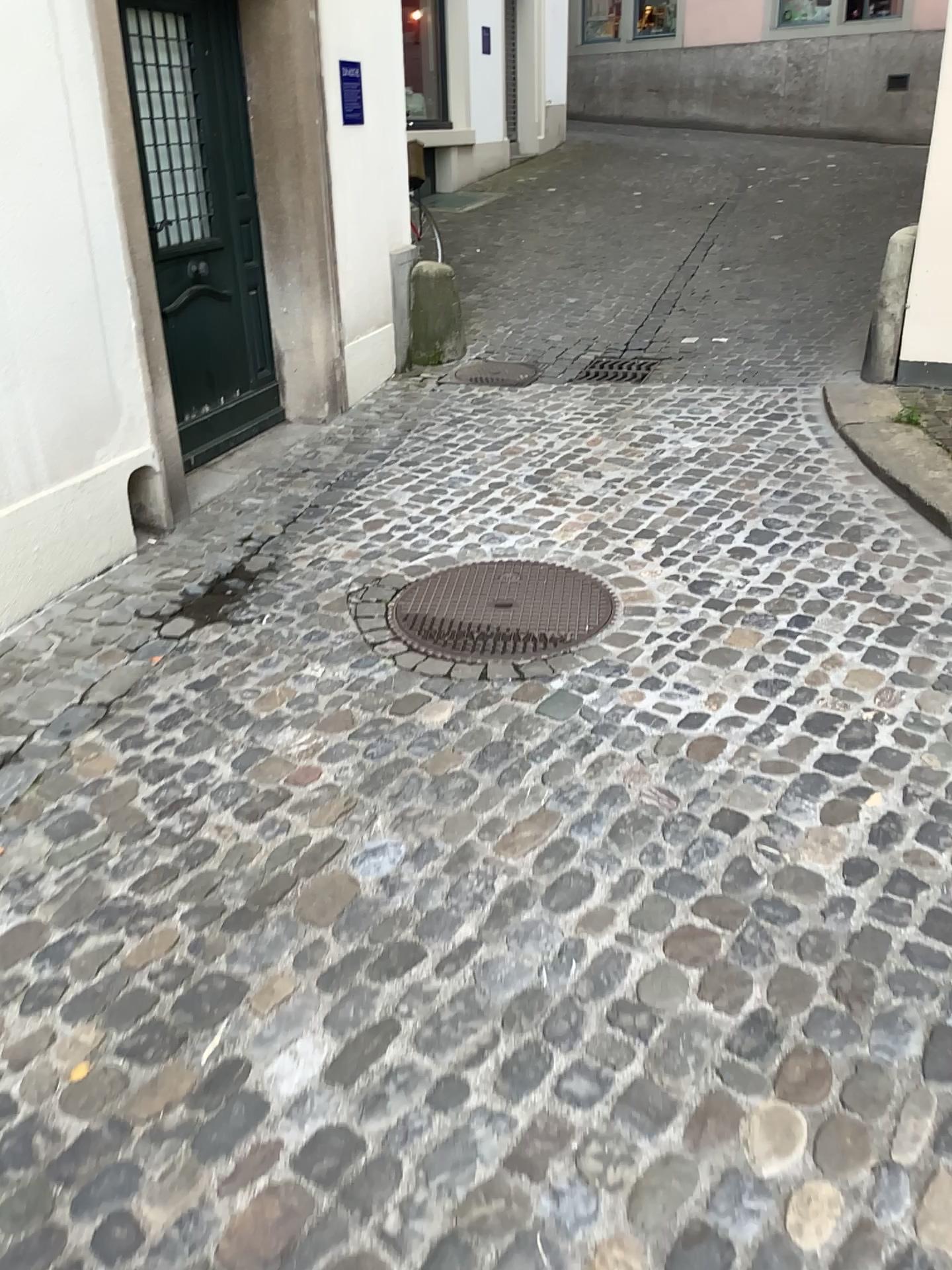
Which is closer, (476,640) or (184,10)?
(476,640)

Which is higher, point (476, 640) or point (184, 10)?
point (184, 10)

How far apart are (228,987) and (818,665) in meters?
1.8 m

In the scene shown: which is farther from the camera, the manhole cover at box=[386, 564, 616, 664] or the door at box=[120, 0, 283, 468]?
the door at box=[120, 0, 283, 468]
